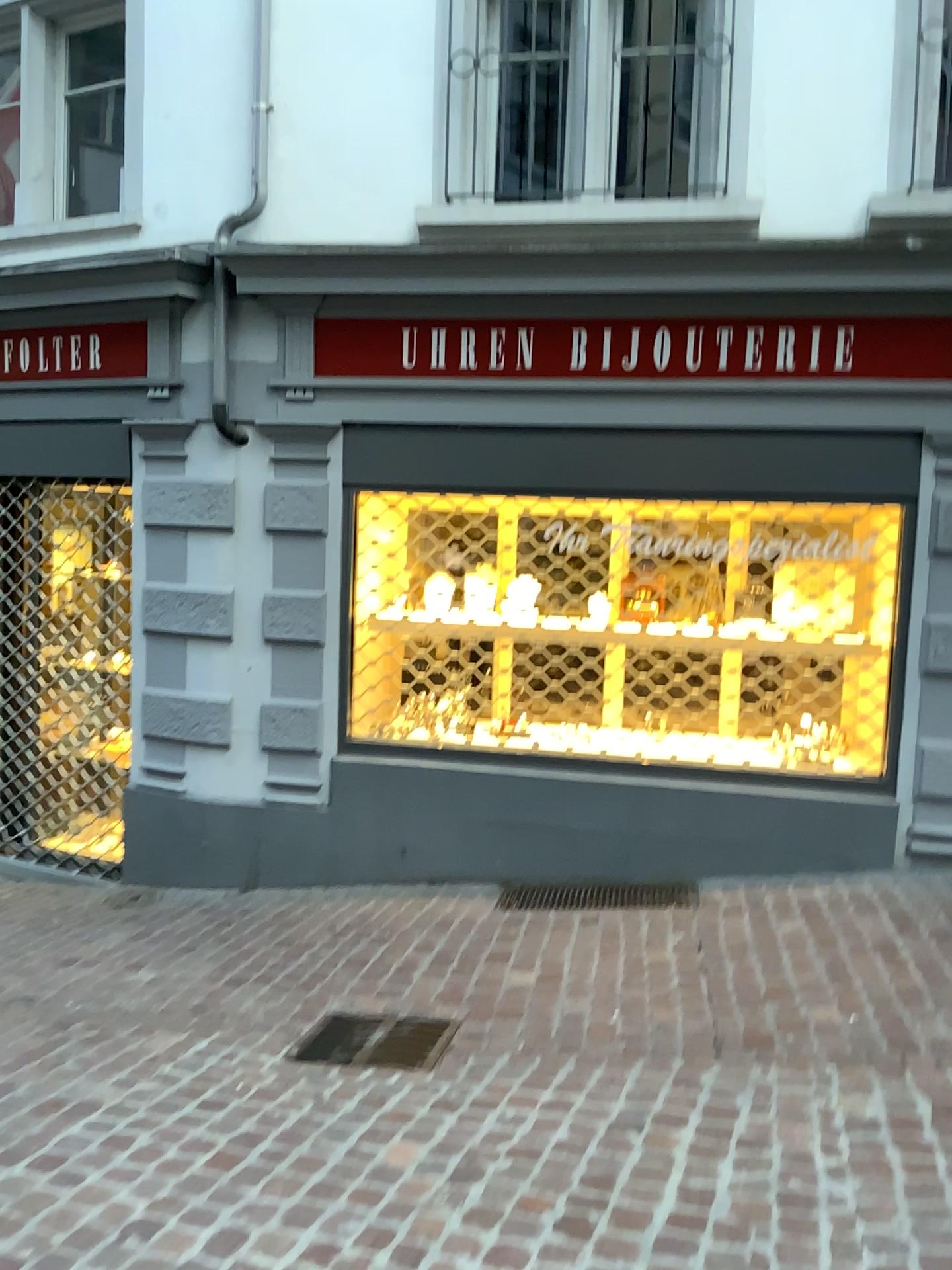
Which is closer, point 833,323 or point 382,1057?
point 382,1057

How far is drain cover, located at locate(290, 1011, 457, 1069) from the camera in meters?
3.3 m

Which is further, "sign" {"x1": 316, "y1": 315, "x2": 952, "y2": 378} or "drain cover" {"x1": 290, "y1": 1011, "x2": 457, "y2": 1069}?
"sign" {"x1": 316, "y1": 315, "x2": 952, "y2": 378}

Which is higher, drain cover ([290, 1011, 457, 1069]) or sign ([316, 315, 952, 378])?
sign ([316, 315, 952, 378])

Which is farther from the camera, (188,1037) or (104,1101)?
(188,1037)

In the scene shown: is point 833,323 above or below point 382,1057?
above

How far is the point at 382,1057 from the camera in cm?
334
